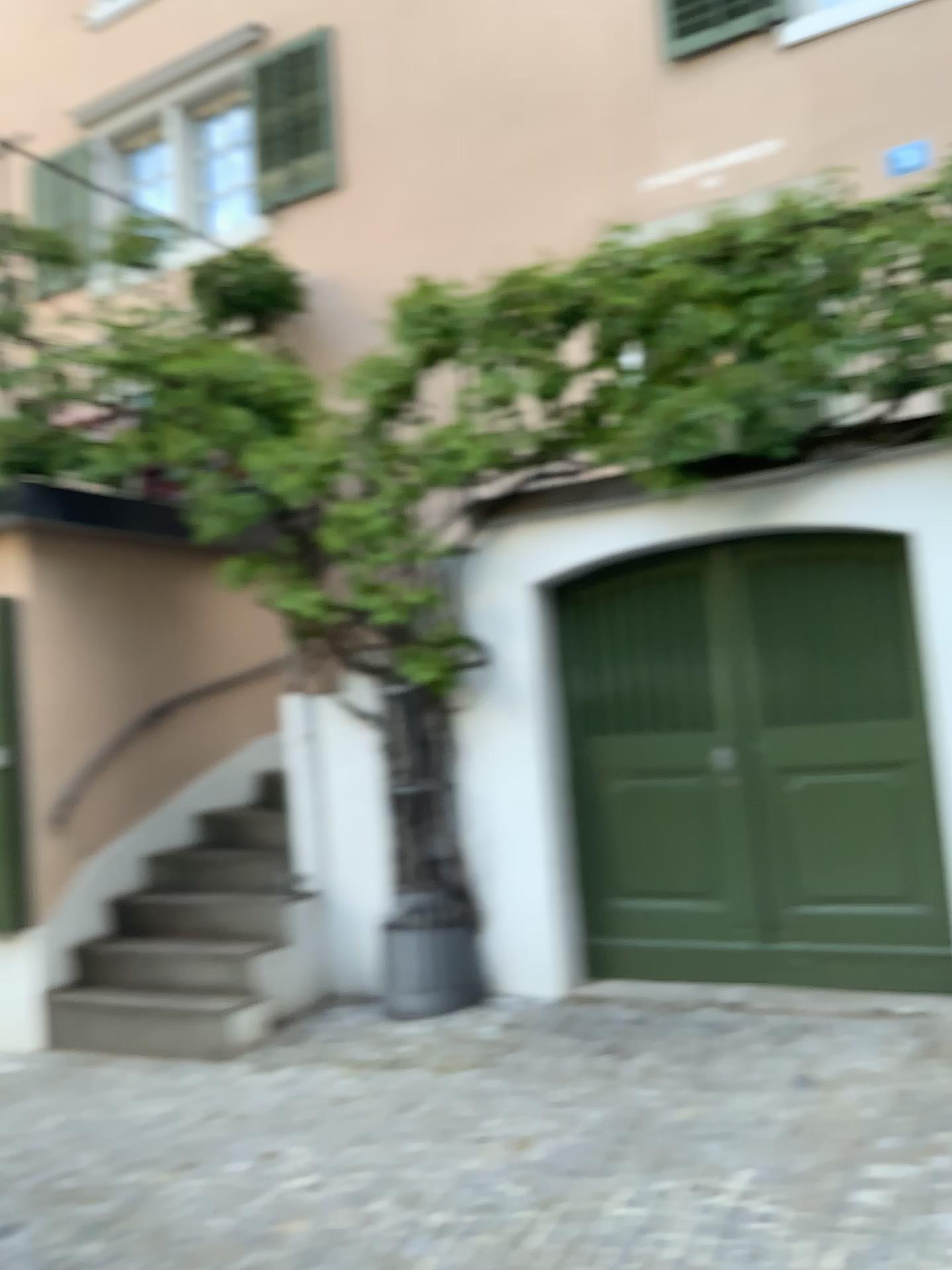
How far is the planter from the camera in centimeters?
481cm

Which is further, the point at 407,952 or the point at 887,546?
the point at 407,952

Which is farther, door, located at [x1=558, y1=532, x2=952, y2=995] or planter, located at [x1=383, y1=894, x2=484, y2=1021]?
planter, located at [x1=383, y1=894, x2=484, y2=1021]

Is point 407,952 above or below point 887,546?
below

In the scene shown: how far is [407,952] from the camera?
4.8m

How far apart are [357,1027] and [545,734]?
1.52m
